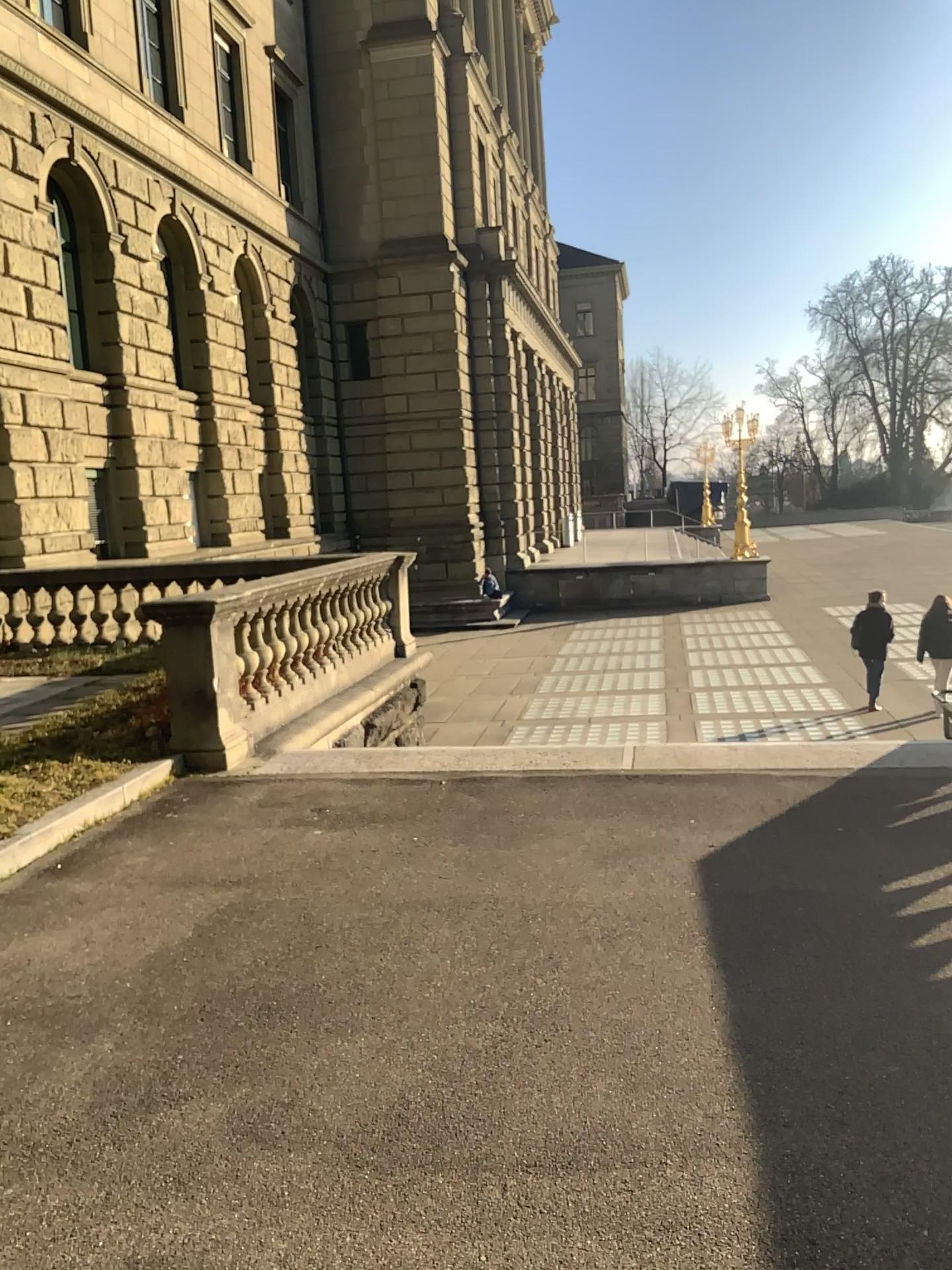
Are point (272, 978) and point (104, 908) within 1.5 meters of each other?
yes
